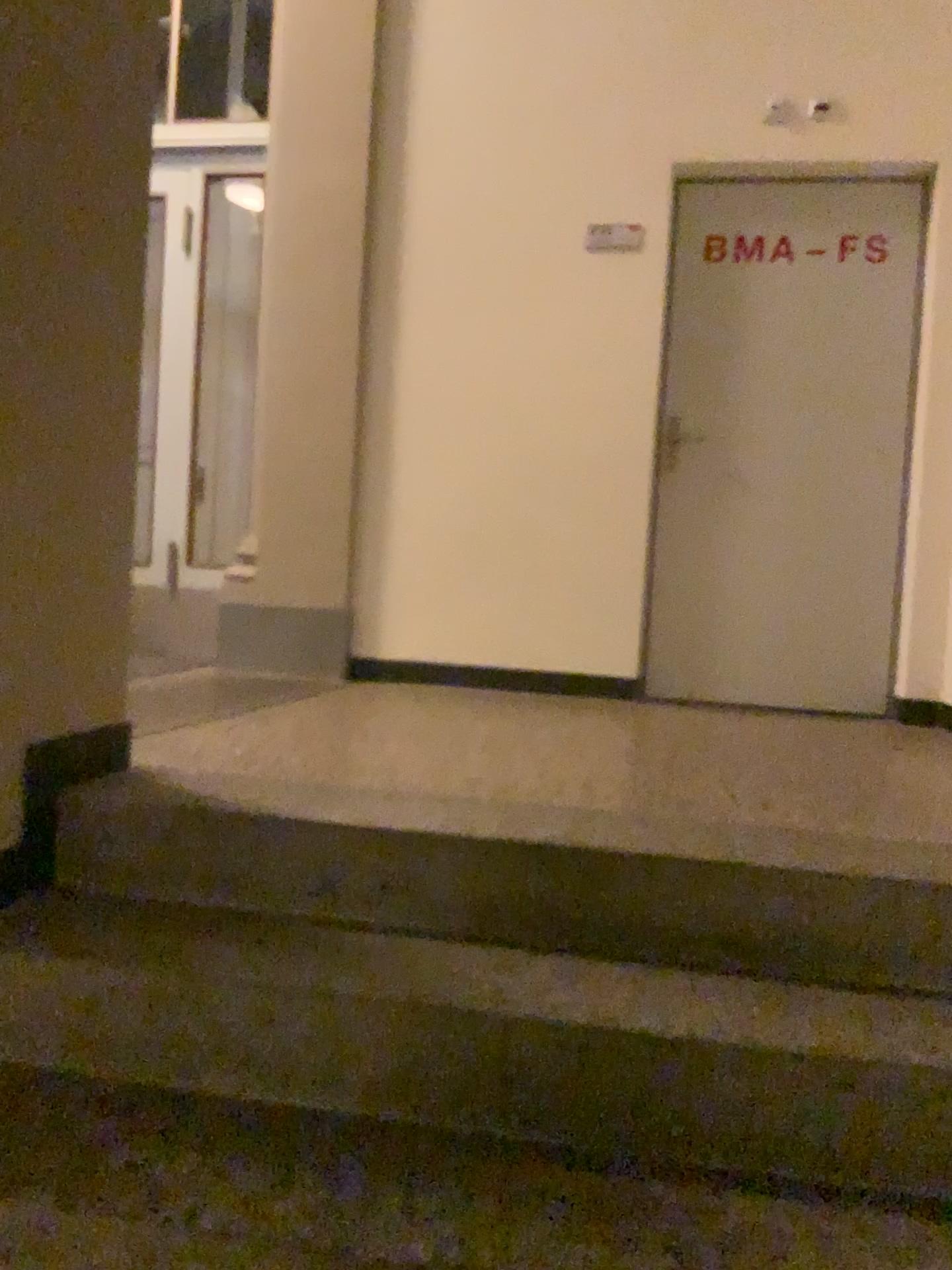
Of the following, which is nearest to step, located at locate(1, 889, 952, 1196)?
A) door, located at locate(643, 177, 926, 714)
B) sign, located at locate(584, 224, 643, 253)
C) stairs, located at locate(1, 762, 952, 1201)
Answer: stairs, located at locate(1, 762, 952, 1201)

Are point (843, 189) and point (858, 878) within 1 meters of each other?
no

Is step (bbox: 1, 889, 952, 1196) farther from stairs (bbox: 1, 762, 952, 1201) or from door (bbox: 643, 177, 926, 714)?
door (bbox: 643, 177, 926, 714)

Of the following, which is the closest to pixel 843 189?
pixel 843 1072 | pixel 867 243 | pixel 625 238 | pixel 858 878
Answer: pixel 867 243

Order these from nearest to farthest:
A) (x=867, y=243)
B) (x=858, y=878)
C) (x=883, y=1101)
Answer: (x=883, y=1101) → (x=858, y=878) → (x=867, y=243)

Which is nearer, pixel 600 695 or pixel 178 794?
pixel 178 794

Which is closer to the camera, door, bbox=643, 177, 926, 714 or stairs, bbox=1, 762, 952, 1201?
stairs, bbox=1, 762, 952, 1201

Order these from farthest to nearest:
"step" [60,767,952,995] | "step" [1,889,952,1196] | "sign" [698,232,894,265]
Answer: "sign" [698,232,894,265]
"step" [60,767,952,995]
"step" [1,889,952,1196]

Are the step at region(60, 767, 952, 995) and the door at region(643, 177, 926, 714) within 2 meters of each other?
no

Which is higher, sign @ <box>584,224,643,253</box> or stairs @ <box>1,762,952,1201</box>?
sign @ <box>584,224,643,253</box>
